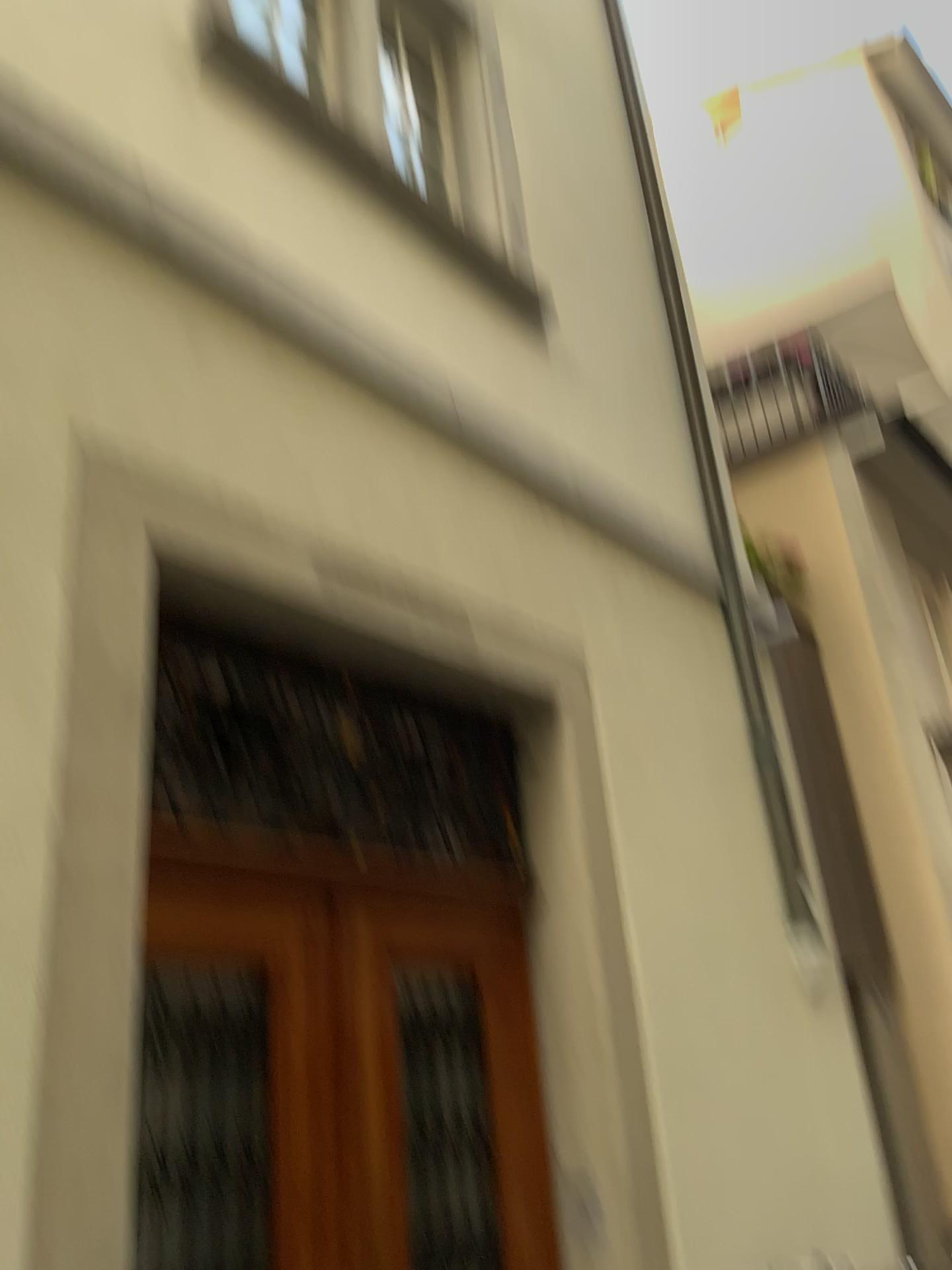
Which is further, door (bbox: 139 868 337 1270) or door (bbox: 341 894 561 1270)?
door (bbox: 341 894 561 1270)

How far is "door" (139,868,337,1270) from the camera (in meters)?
2.35

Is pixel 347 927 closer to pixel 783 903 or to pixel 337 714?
pixel 337 714

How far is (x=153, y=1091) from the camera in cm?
235

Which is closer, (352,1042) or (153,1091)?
(153,1091)
